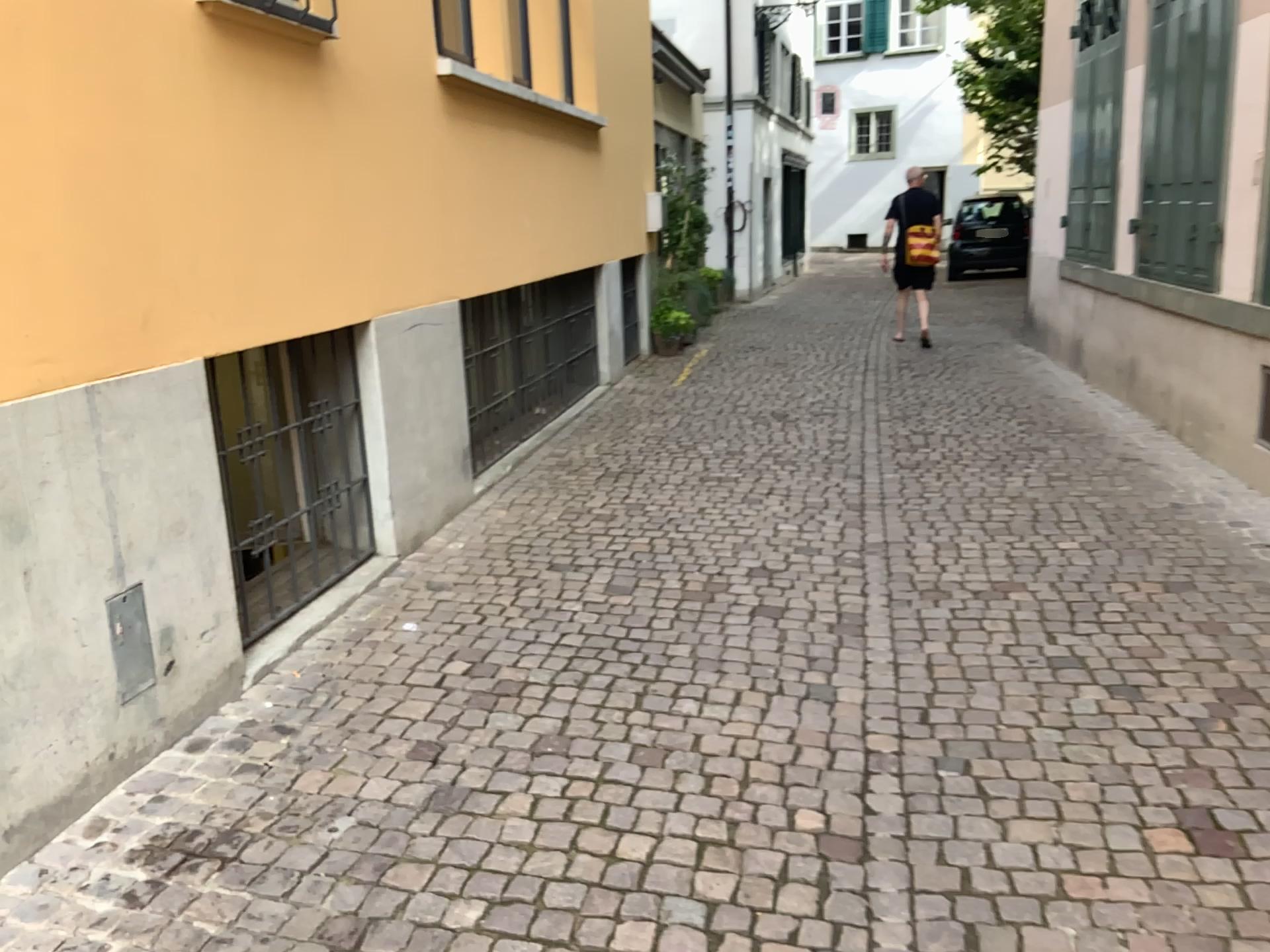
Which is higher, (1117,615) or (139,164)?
(139,164)
